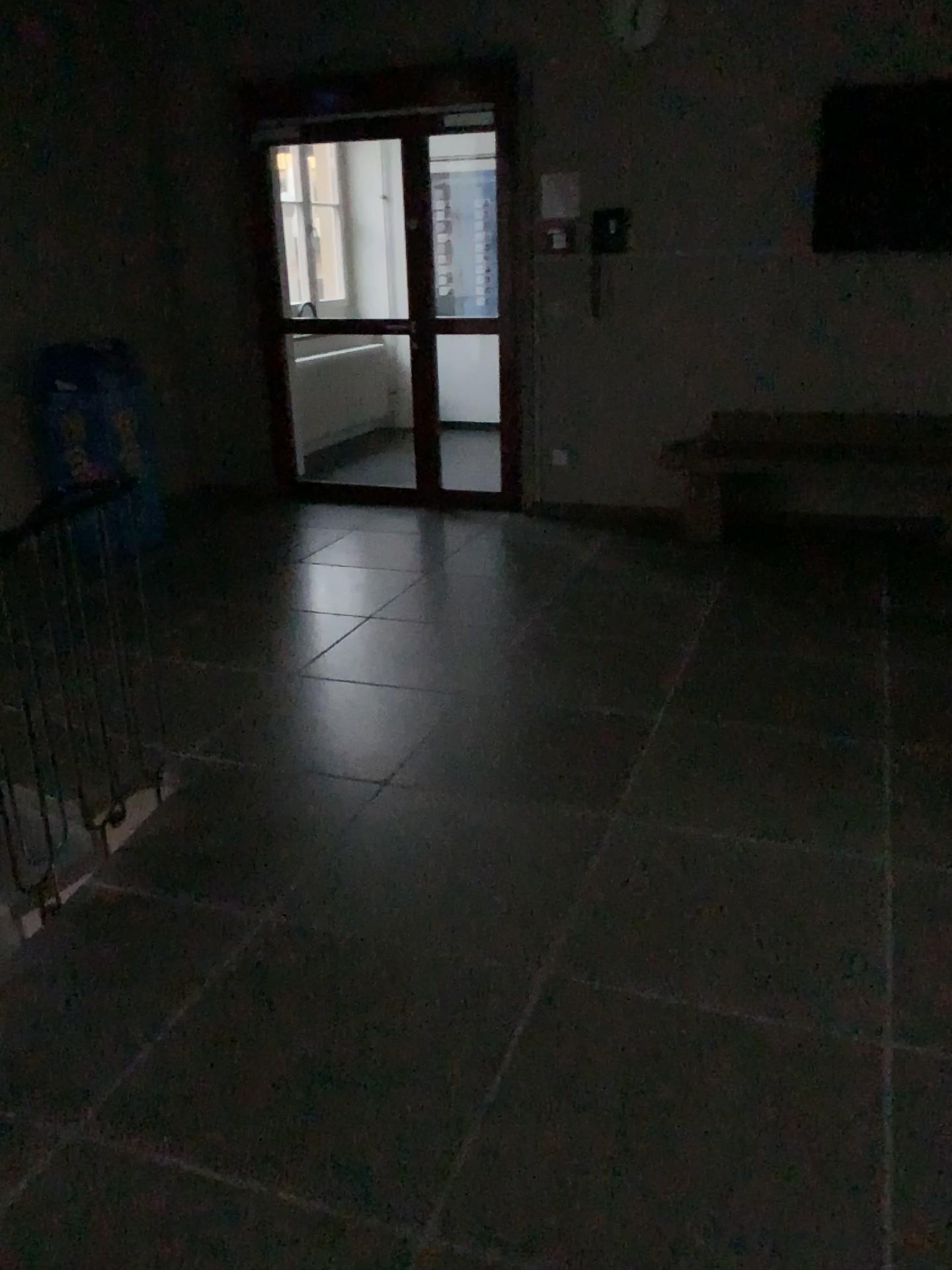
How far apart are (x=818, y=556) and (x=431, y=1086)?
3.8m
